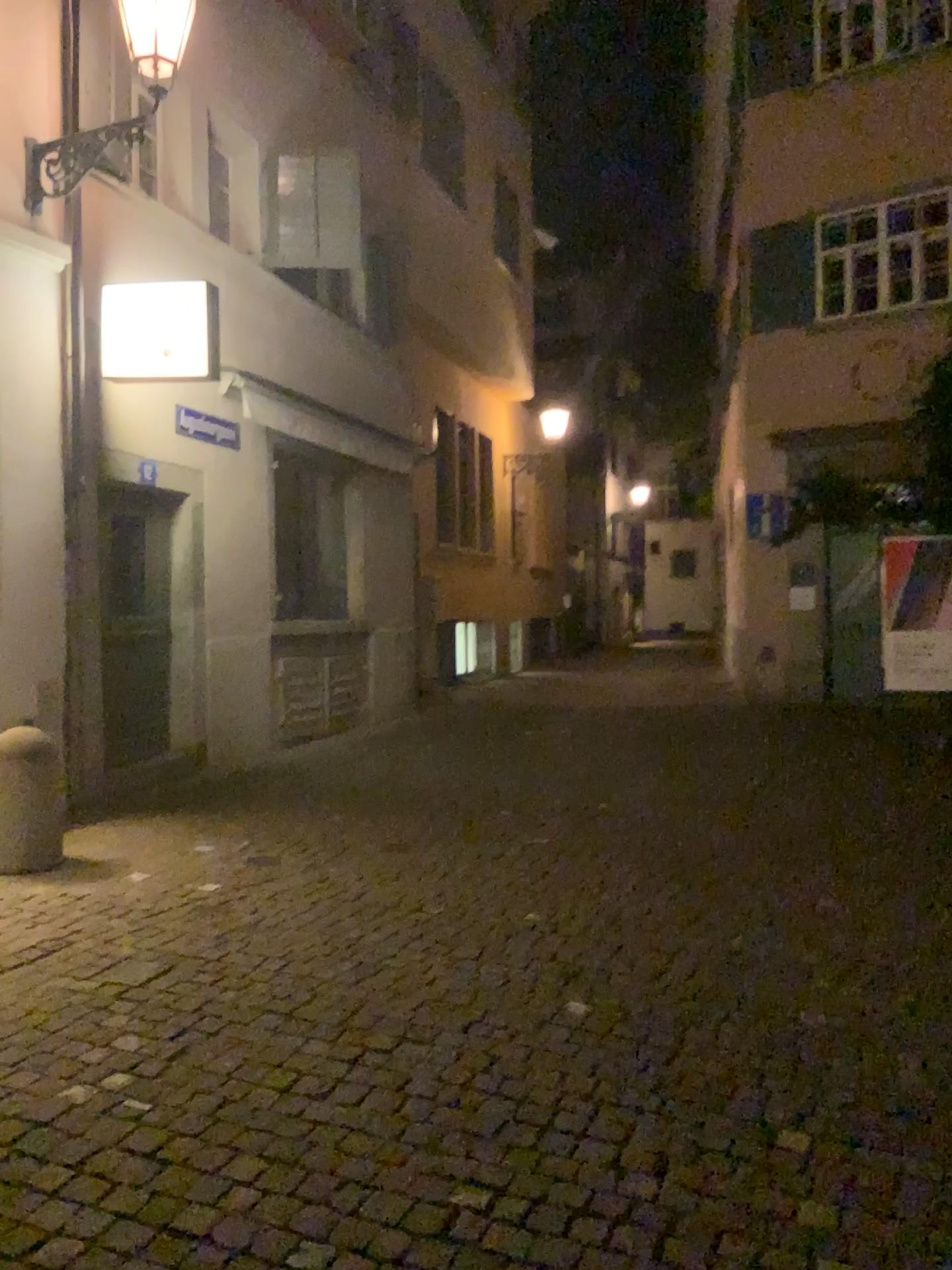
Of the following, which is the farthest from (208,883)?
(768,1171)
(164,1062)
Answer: (768,1171)
